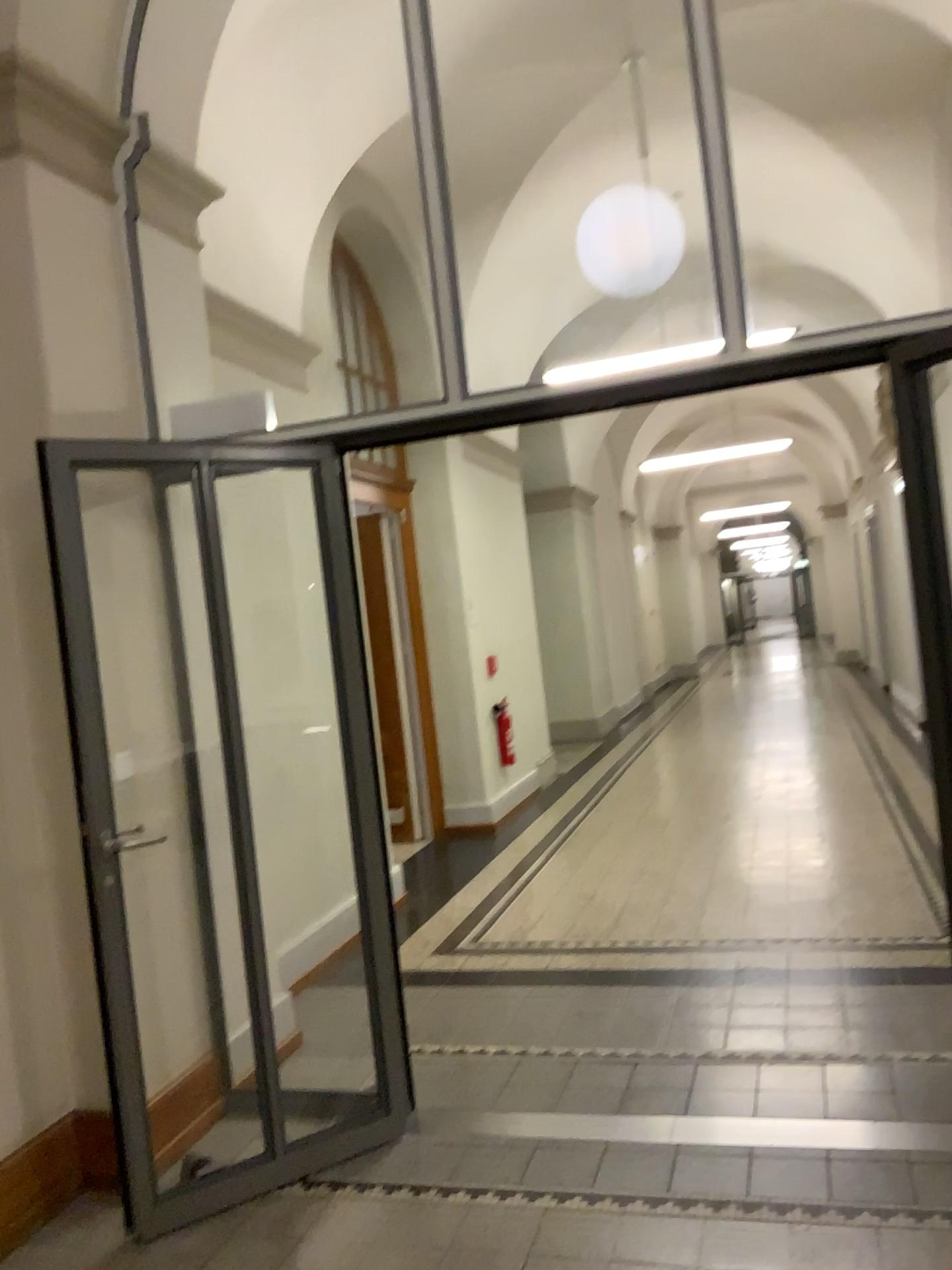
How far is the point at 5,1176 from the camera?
2.81m

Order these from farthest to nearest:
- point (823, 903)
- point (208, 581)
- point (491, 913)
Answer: point (491, 913) → point (823, 903) → point (208, 581)

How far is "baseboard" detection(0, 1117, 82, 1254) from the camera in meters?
2.8 m
